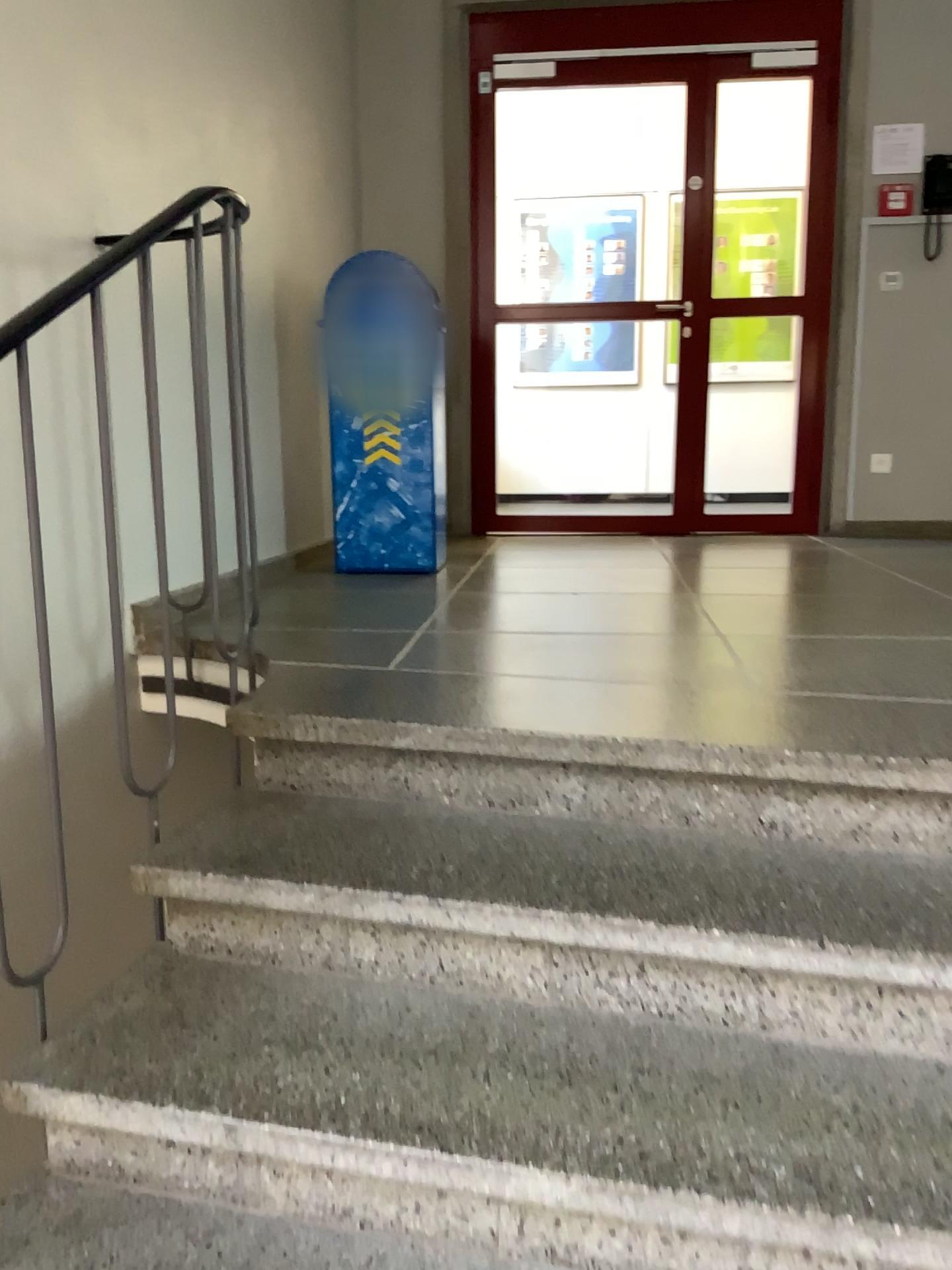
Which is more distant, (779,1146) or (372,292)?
(372,292)

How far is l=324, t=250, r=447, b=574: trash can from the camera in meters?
3.6 m

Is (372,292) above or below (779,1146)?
above

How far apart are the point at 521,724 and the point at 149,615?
1.3 meters

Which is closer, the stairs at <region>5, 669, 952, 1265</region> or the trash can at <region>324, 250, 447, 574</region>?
the stairs at <region>5, 669, 952, 1265</region>

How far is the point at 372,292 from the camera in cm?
362
